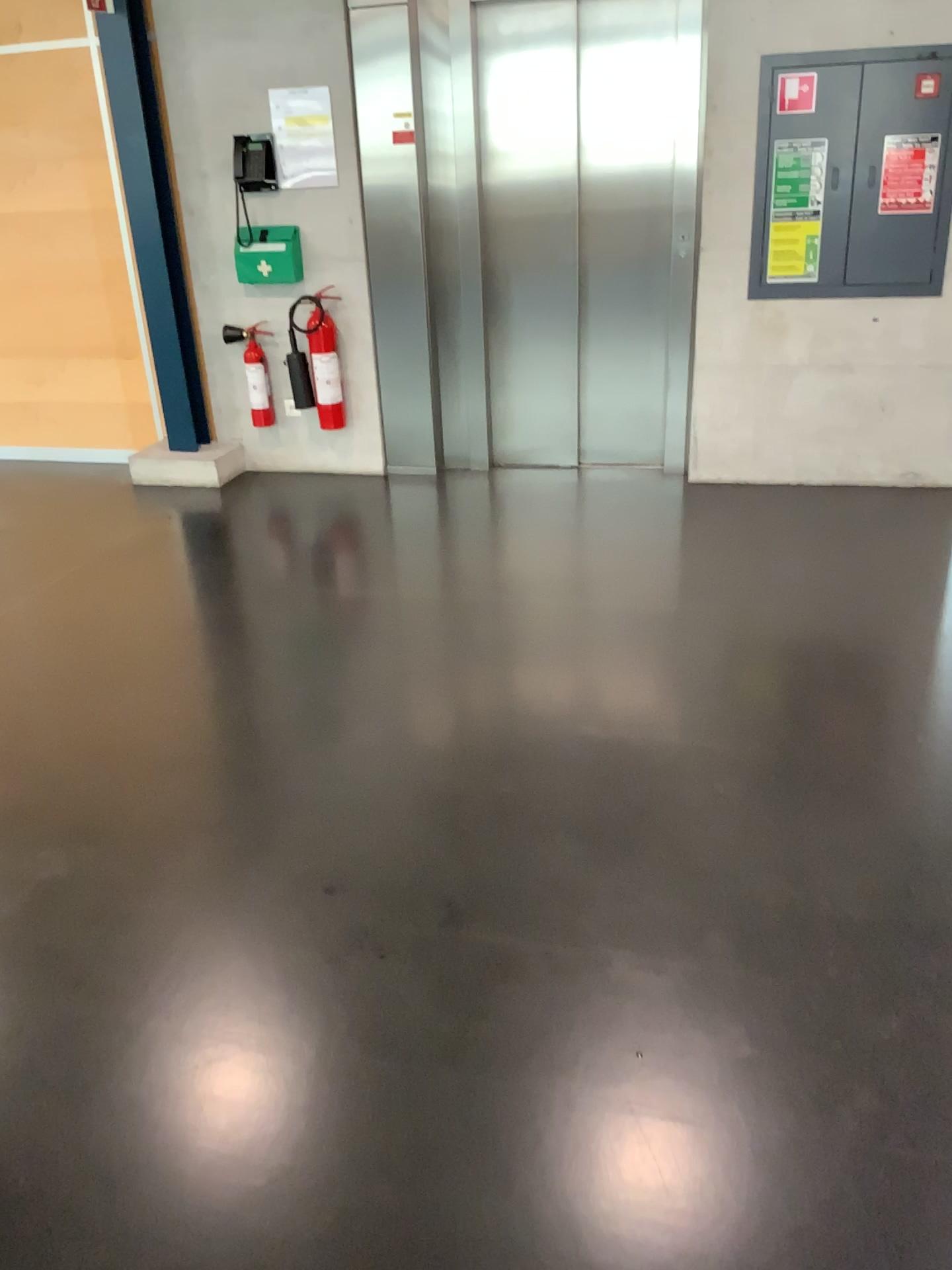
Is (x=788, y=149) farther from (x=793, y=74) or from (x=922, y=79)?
(x=922, y=79)

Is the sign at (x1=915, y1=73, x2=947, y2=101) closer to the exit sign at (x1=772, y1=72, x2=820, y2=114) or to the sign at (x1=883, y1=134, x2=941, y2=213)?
the sign at (x1=883, y1=134, x2=941, y2=213)

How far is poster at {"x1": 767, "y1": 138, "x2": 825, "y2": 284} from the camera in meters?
4.4 m

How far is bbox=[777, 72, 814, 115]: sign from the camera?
4.3 meters

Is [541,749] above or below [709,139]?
below

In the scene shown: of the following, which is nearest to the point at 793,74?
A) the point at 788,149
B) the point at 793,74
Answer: the point at 793,74

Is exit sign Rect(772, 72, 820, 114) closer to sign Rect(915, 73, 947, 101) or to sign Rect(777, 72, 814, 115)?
sign Rect(777, 72, 814, 115)

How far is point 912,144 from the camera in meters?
4.3

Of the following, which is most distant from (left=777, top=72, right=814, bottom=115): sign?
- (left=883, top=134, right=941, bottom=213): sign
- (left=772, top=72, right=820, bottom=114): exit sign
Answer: (left=883, top=134, right=941, bottom=213): sign

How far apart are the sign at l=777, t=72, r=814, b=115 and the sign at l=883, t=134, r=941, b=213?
0.37m
